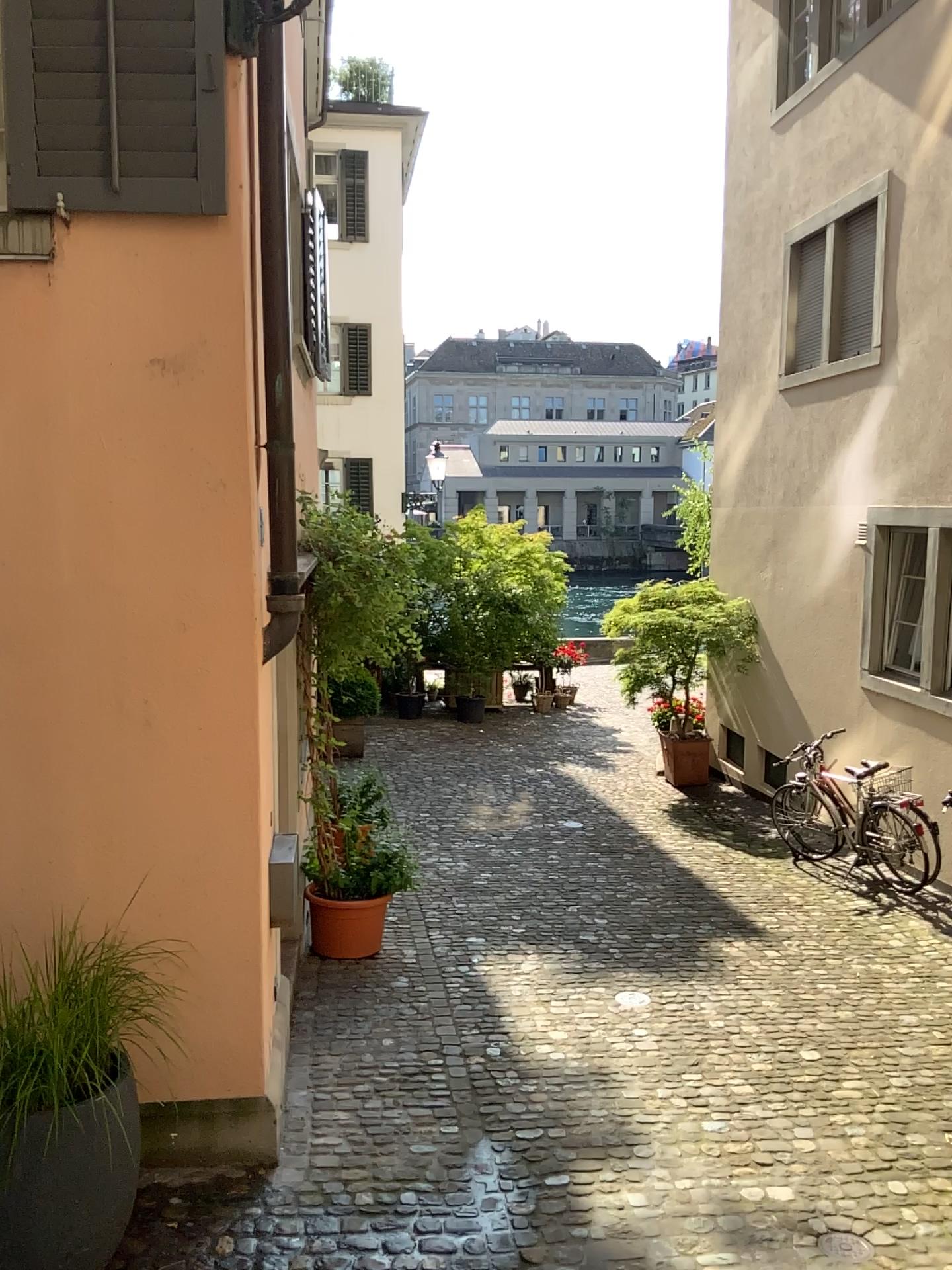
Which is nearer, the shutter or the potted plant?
the potted plant

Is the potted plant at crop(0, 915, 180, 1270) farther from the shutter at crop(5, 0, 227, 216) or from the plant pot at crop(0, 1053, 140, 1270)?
the shutter at crop(5, 0, 227, 216)

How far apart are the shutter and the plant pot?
2.9 meters

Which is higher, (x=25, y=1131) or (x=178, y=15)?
(x=178, y=15)

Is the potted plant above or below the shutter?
below

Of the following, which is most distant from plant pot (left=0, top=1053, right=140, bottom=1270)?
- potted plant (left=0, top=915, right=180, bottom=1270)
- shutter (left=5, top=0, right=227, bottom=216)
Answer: shutter (left=5, top=0, right=227, bottom=216)

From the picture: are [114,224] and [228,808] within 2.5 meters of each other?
yes

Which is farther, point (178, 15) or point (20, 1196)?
point (178, 15)

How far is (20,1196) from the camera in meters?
3.0

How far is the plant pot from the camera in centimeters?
305cm
